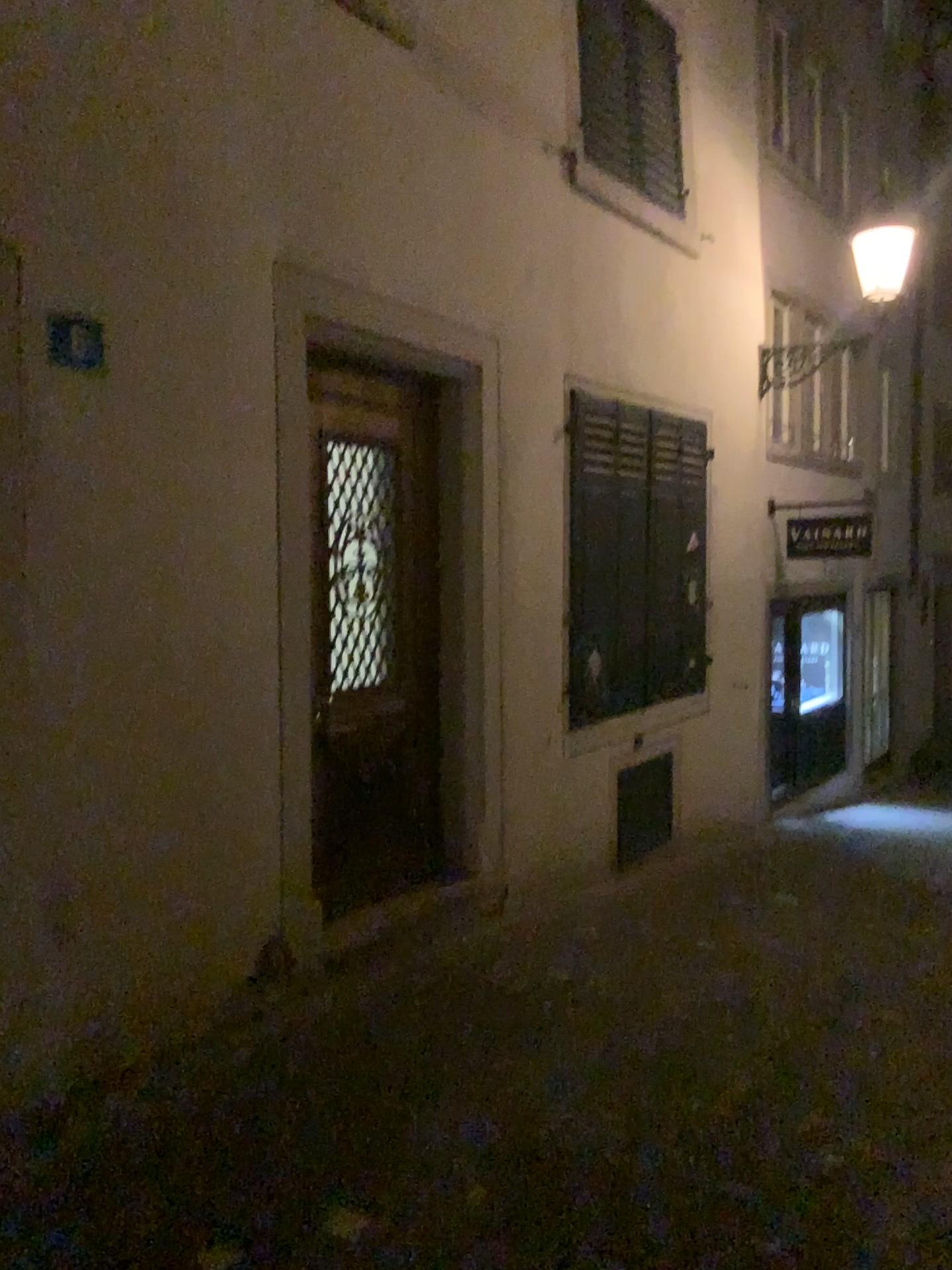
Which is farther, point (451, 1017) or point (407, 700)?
point (407, 700)
